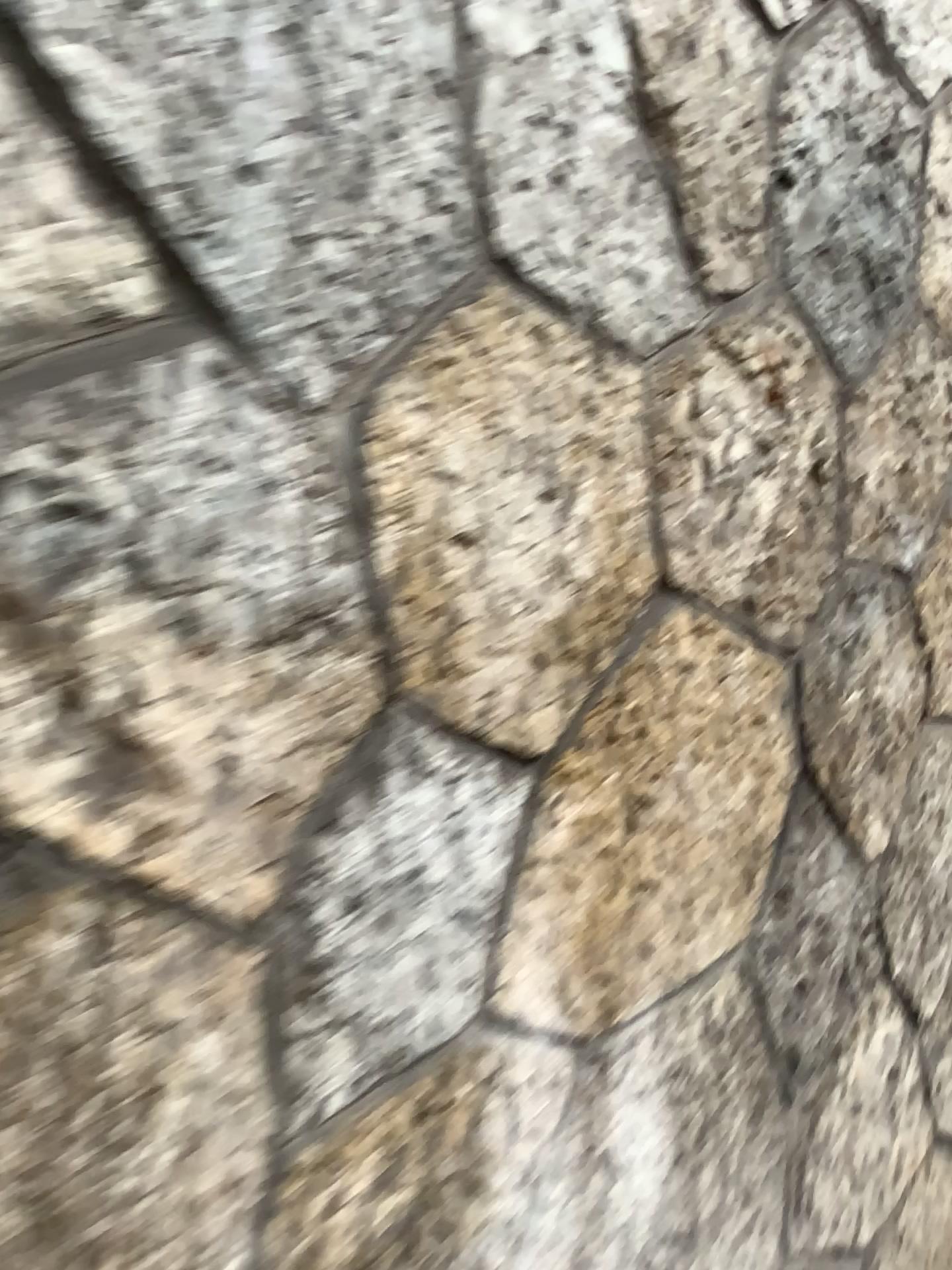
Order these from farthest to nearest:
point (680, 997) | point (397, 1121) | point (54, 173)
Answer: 1. point (680, 997)
2. point (397, 1121)
3. point (54, 173)
